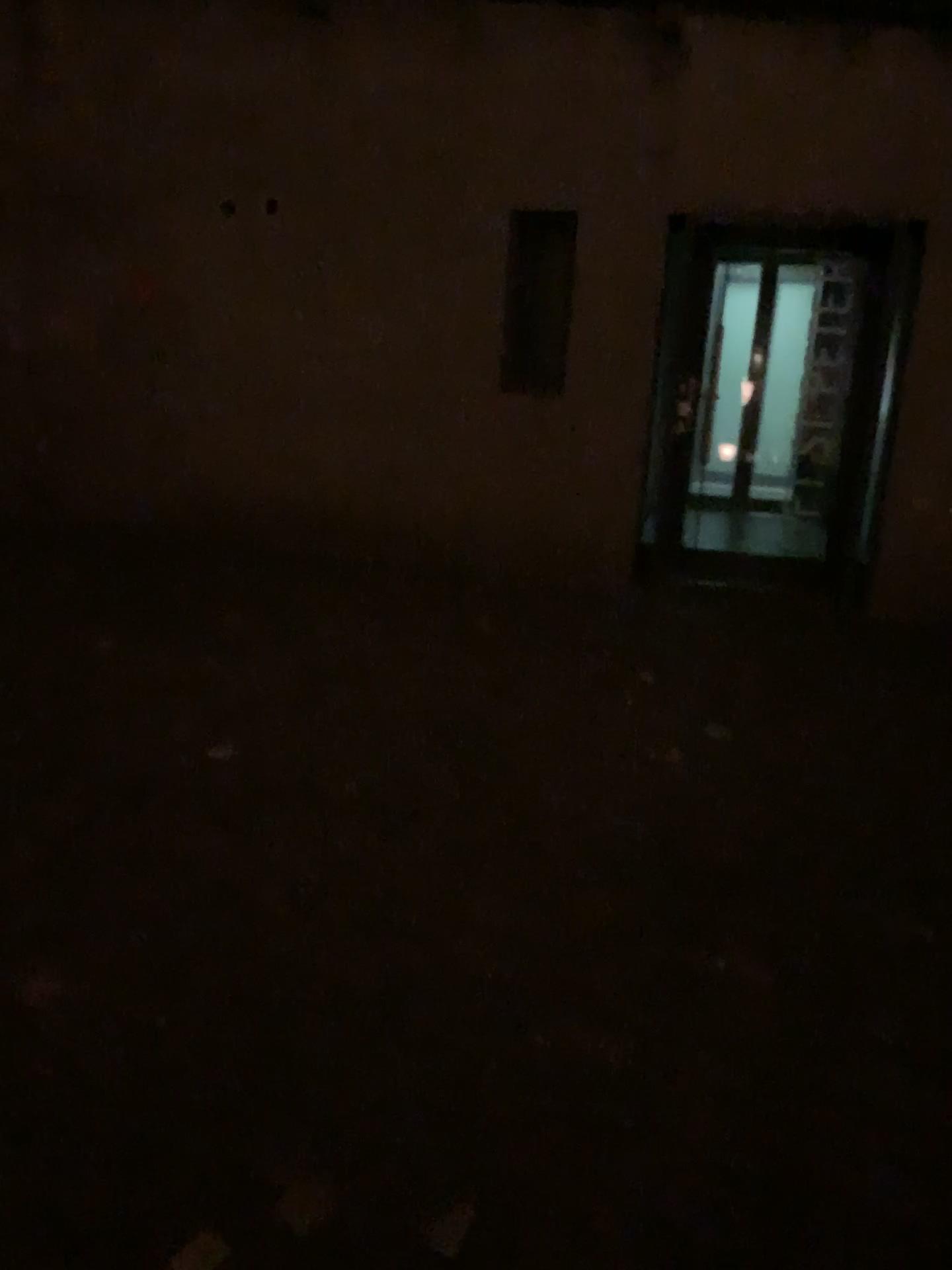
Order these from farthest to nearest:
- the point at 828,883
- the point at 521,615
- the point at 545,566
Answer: the point at 545,566
the point at 521,615
the point at 828,883
